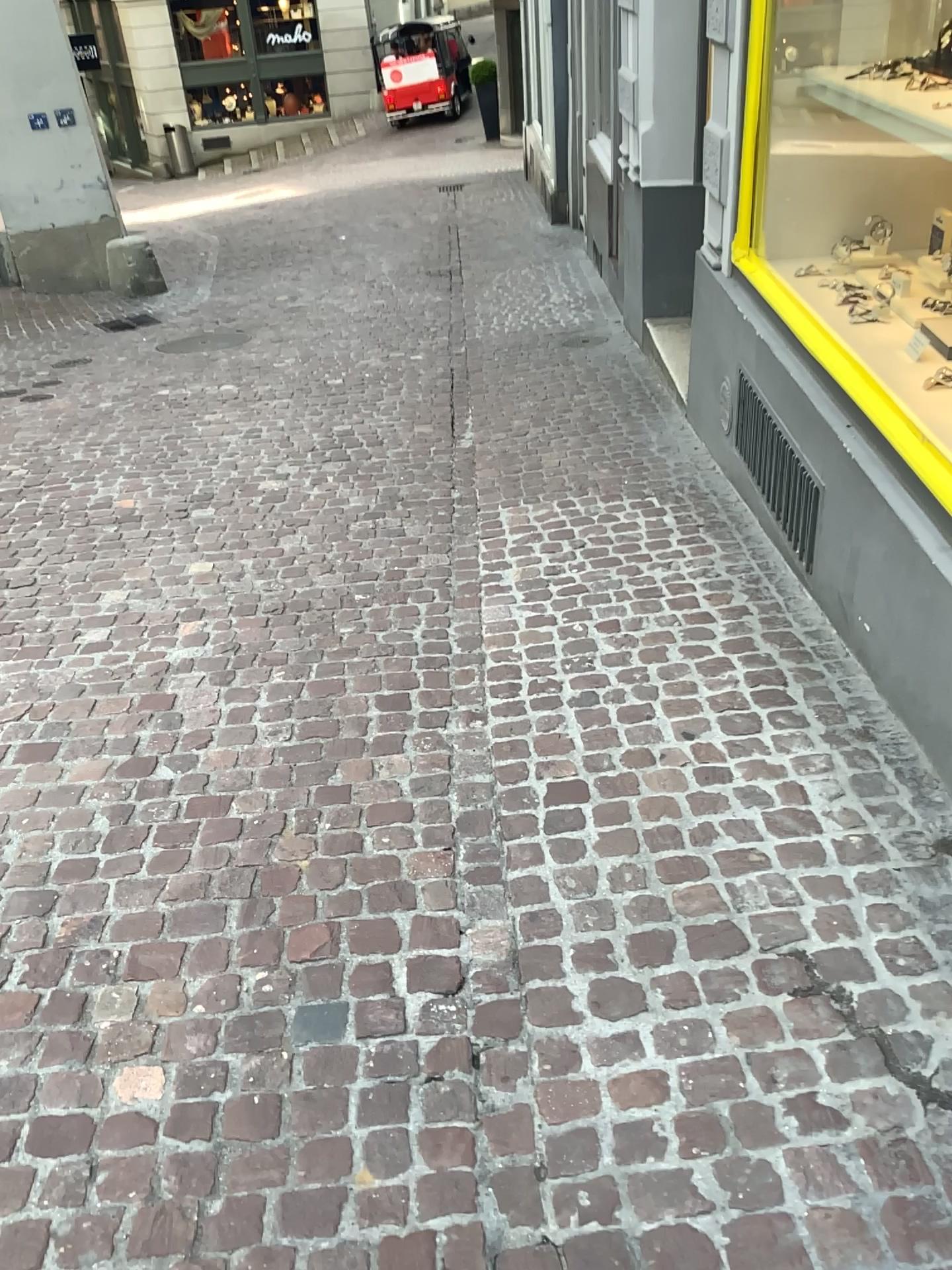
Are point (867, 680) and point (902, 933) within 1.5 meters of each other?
yes
